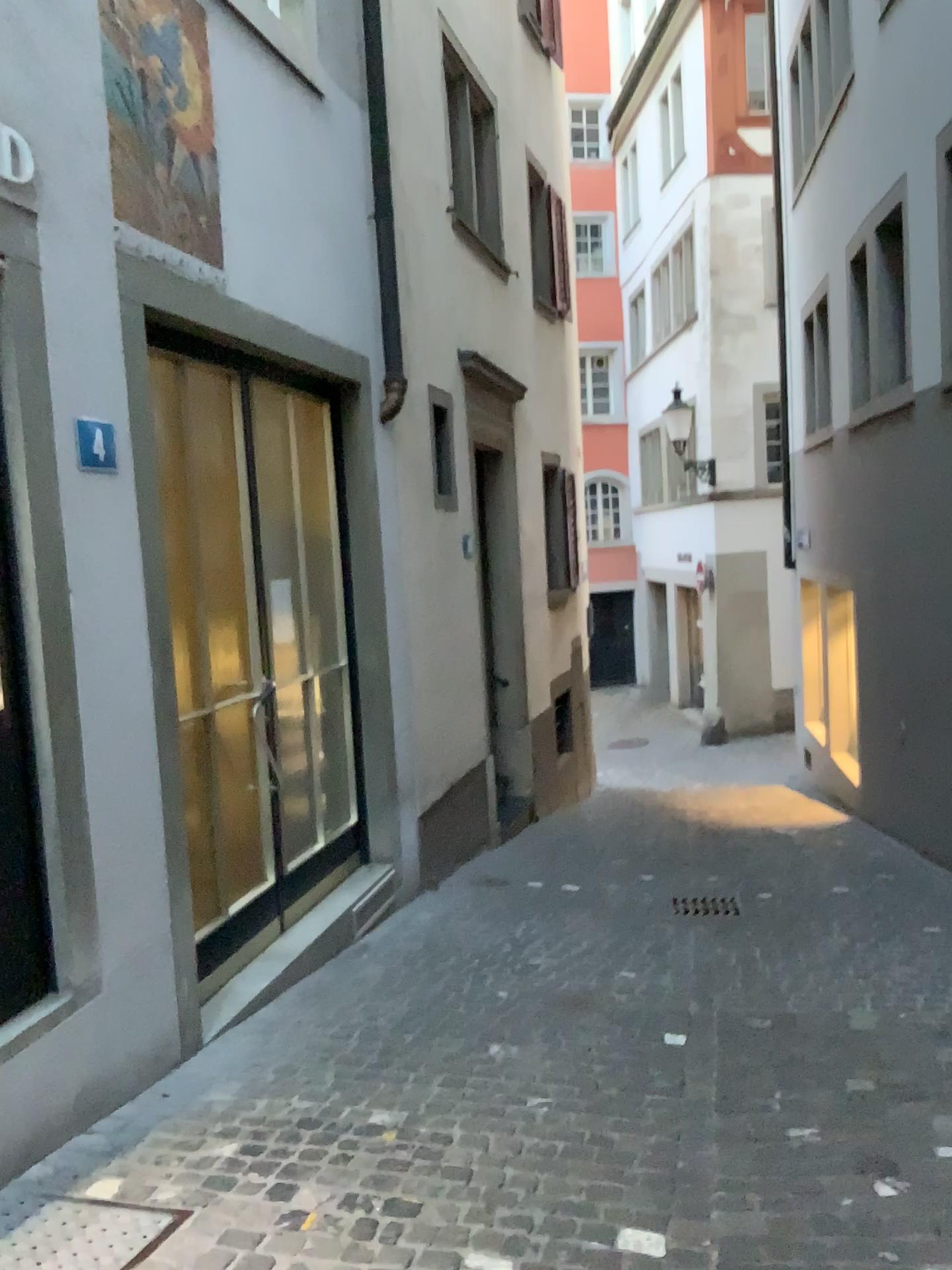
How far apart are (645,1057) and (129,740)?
2.02m

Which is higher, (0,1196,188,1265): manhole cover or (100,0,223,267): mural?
(100,0,223,267): mural

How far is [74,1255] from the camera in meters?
2.5 m

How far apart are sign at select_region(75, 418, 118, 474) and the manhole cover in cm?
197

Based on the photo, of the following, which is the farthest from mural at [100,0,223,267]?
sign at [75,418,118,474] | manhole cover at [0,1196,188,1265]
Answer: manhole cover at [0,1196,188,1265]

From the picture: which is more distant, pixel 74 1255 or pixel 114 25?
pixel 114 25

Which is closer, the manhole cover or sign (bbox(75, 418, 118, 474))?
the manhole cover

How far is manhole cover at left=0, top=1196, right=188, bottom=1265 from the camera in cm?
245

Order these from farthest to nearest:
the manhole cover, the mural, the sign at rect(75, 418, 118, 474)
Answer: the mural
the sign at rect(75, 418, 118, 474)
the manhole cover

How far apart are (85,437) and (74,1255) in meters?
2.1
